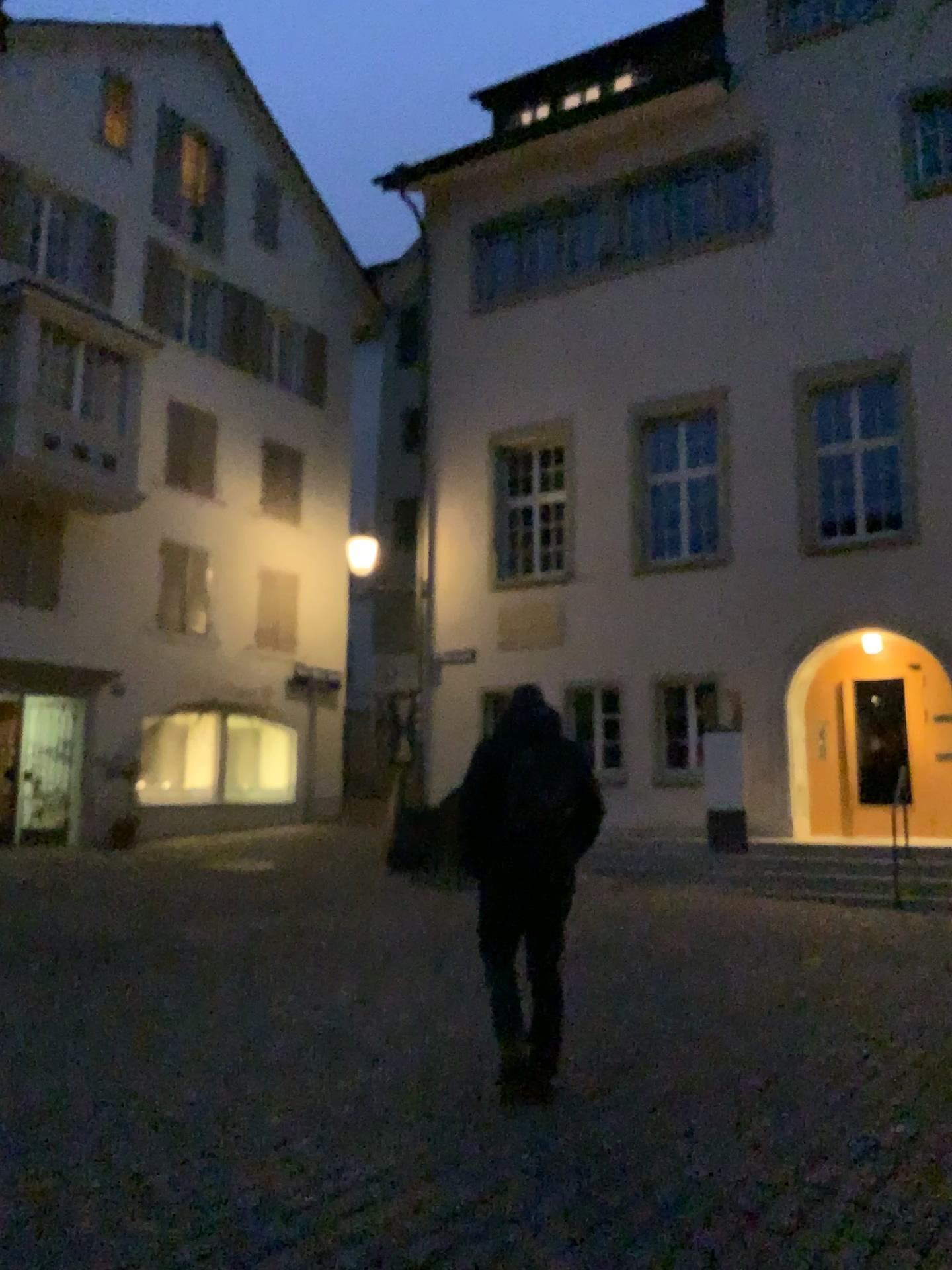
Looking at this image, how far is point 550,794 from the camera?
4.5m

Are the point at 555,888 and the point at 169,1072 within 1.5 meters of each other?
no

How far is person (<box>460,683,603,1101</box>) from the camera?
4.5 meters
